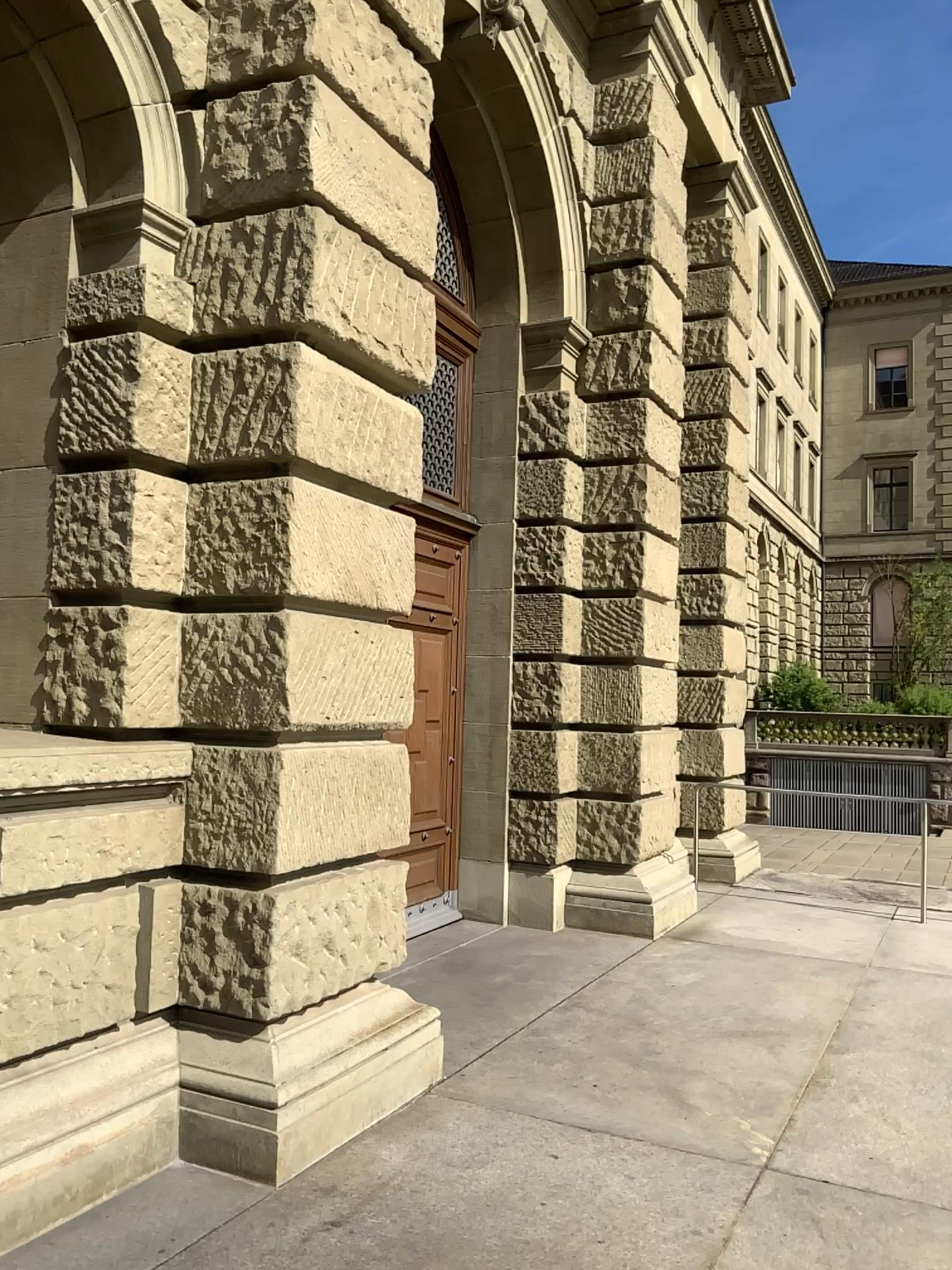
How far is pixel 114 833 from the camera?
3.7m
